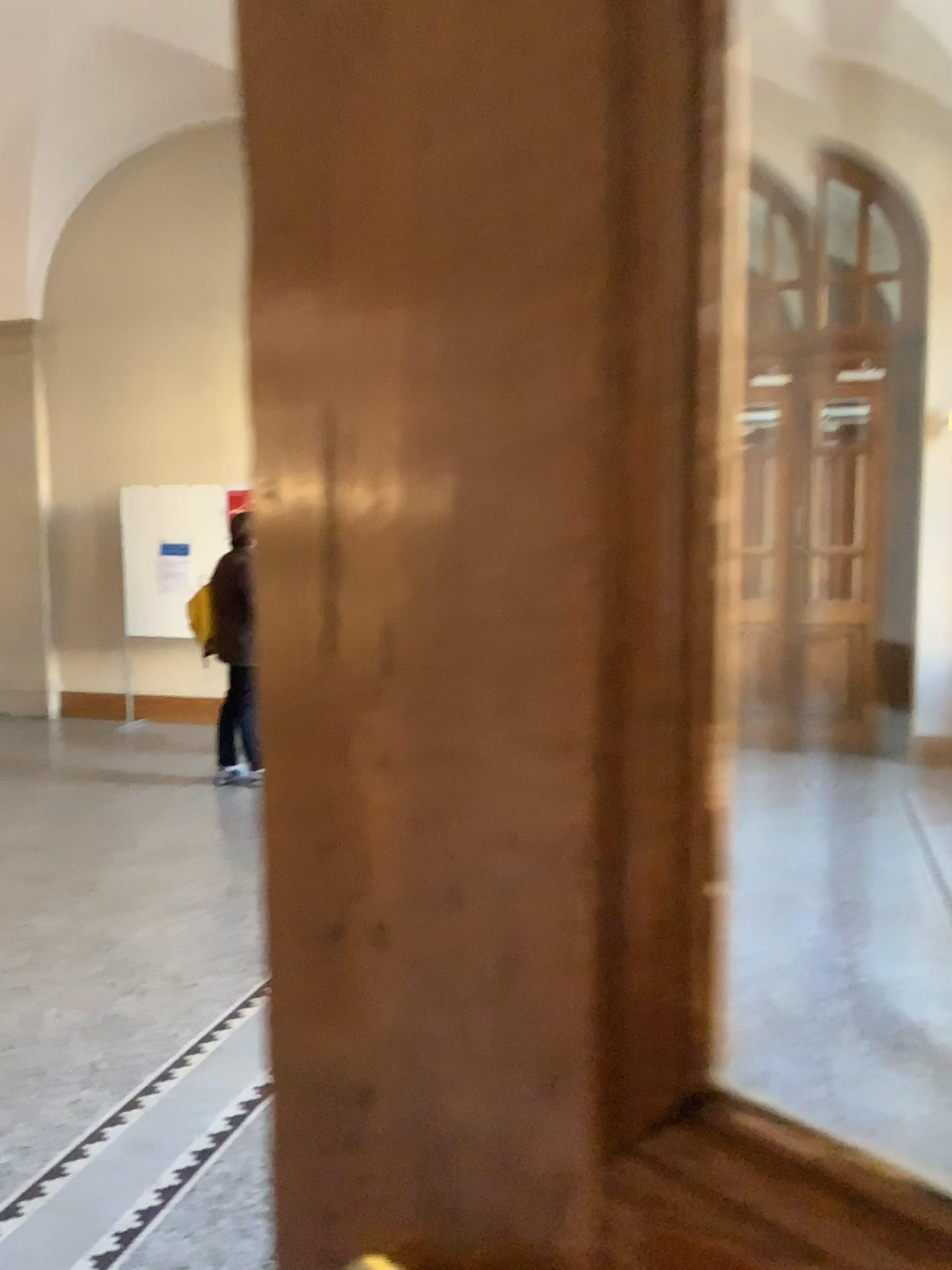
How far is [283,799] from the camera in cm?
32
